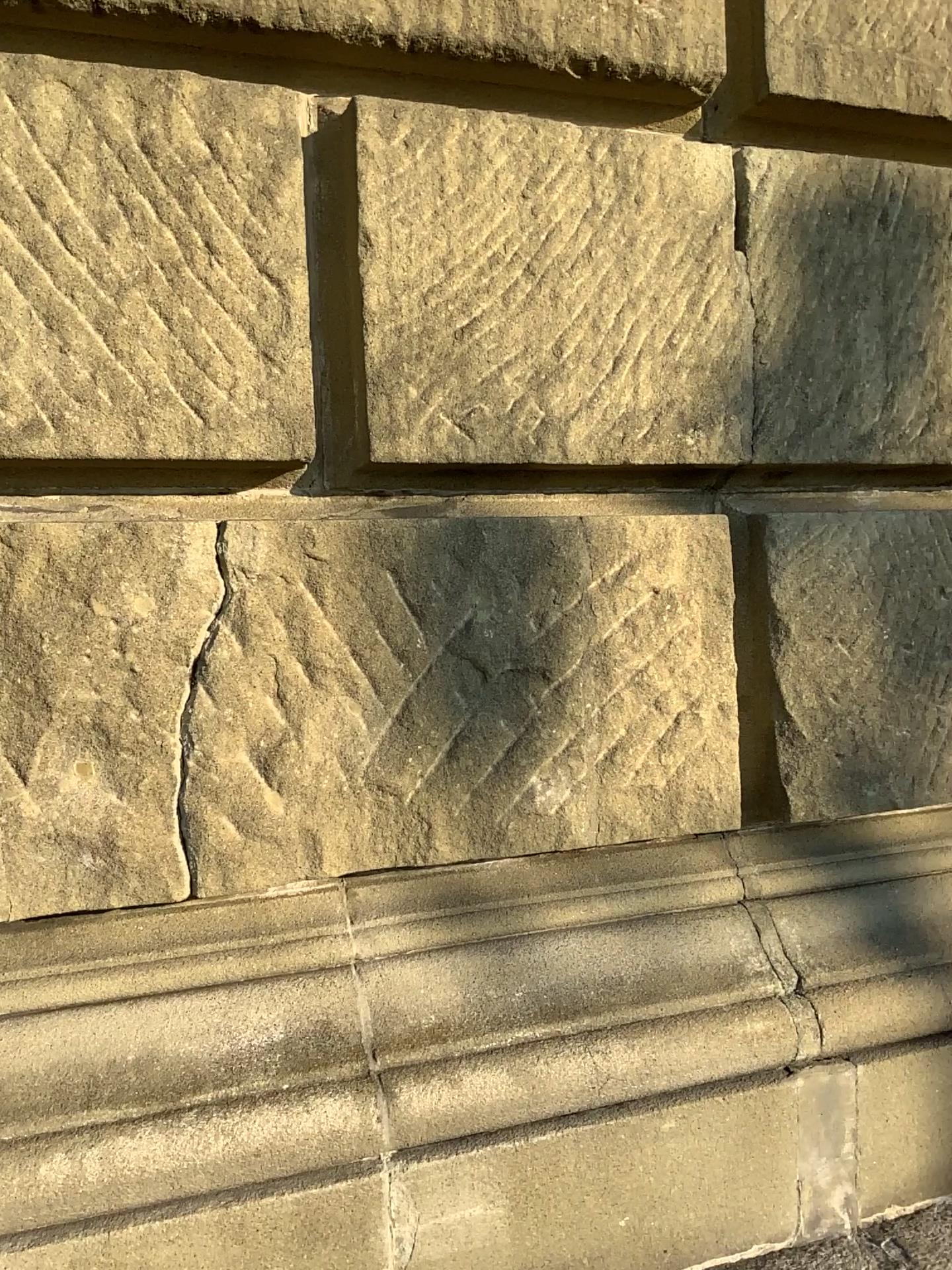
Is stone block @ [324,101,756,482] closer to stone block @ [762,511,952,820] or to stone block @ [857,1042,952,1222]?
stone block @ [762,511,952,820]

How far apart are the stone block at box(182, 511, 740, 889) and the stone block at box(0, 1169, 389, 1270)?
0.33m

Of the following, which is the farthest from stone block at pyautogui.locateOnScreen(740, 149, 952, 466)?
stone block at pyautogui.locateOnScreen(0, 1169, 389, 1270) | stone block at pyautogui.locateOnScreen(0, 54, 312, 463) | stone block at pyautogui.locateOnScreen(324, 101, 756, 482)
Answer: stone block at pyautogui.locateOnScreen(0, 1169, 389, 1270)

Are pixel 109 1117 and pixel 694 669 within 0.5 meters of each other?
no

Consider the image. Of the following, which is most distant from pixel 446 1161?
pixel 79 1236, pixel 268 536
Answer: pixel 268 536

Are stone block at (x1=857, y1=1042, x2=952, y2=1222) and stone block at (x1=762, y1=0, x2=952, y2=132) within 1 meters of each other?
no

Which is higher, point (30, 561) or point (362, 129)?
point (362, 129)

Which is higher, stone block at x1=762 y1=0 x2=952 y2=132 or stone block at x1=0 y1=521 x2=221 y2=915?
stone block at x1=762 y1=0 x2=952 y2=132

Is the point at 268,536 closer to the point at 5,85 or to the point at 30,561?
the point at 30,561

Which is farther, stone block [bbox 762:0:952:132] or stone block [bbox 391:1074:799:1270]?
stone block [bbox 762:0:952:132]
